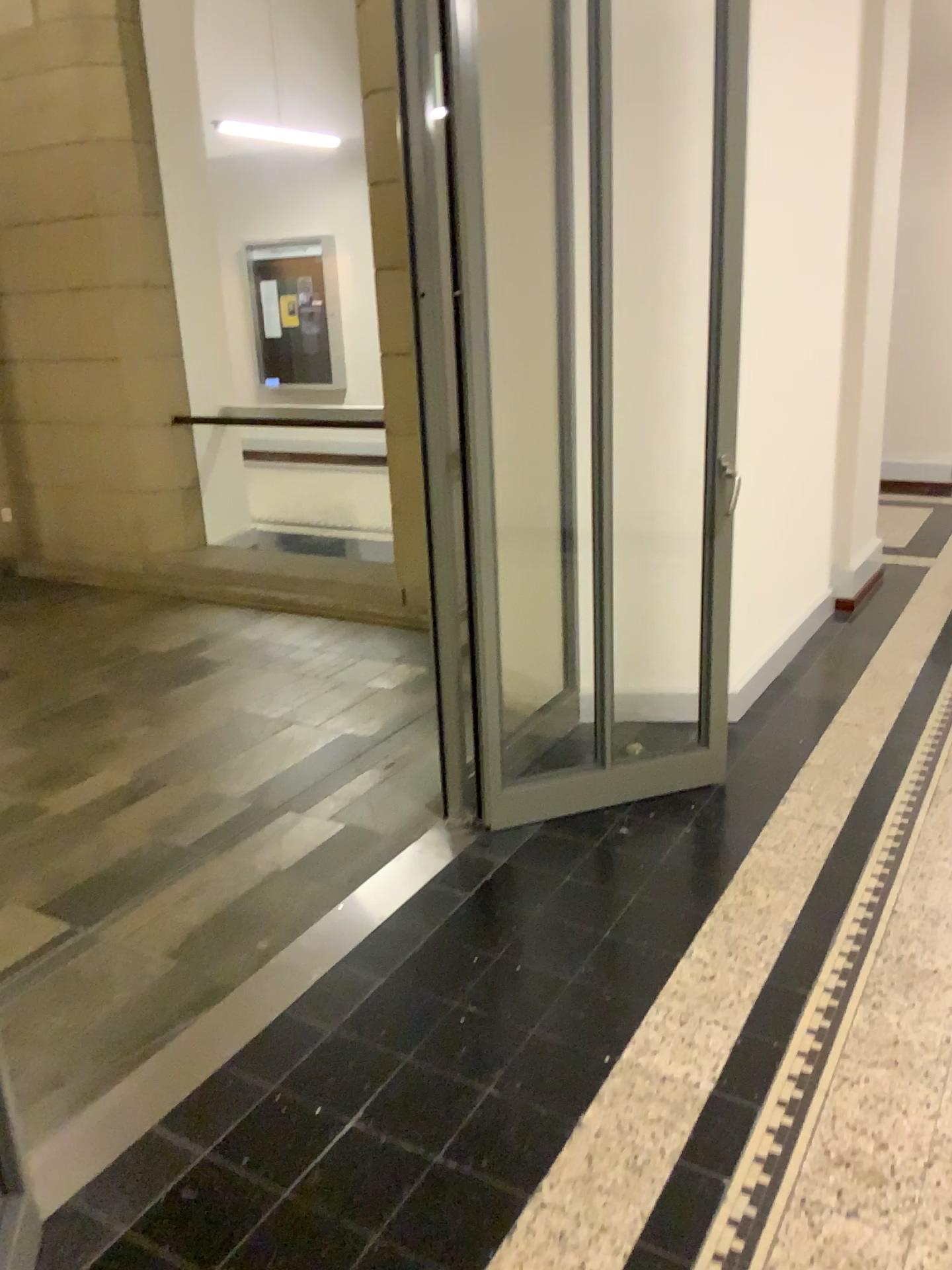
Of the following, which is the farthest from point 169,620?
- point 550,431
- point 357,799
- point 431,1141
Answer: point 431,1141

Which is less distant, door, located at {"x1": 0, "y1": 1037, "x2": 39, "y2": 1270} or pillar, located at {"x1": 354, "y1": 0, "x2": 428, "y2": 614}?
door, located at {"x1": 0, "y1": 1037, "x2": 39, "y2": 1270}

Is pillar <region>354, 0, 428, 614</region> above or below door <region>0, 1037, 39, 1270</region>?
above

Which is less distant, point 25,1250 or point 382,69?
point 25,1250

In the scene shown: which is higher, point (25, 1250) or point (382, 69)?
point (382, 69)
